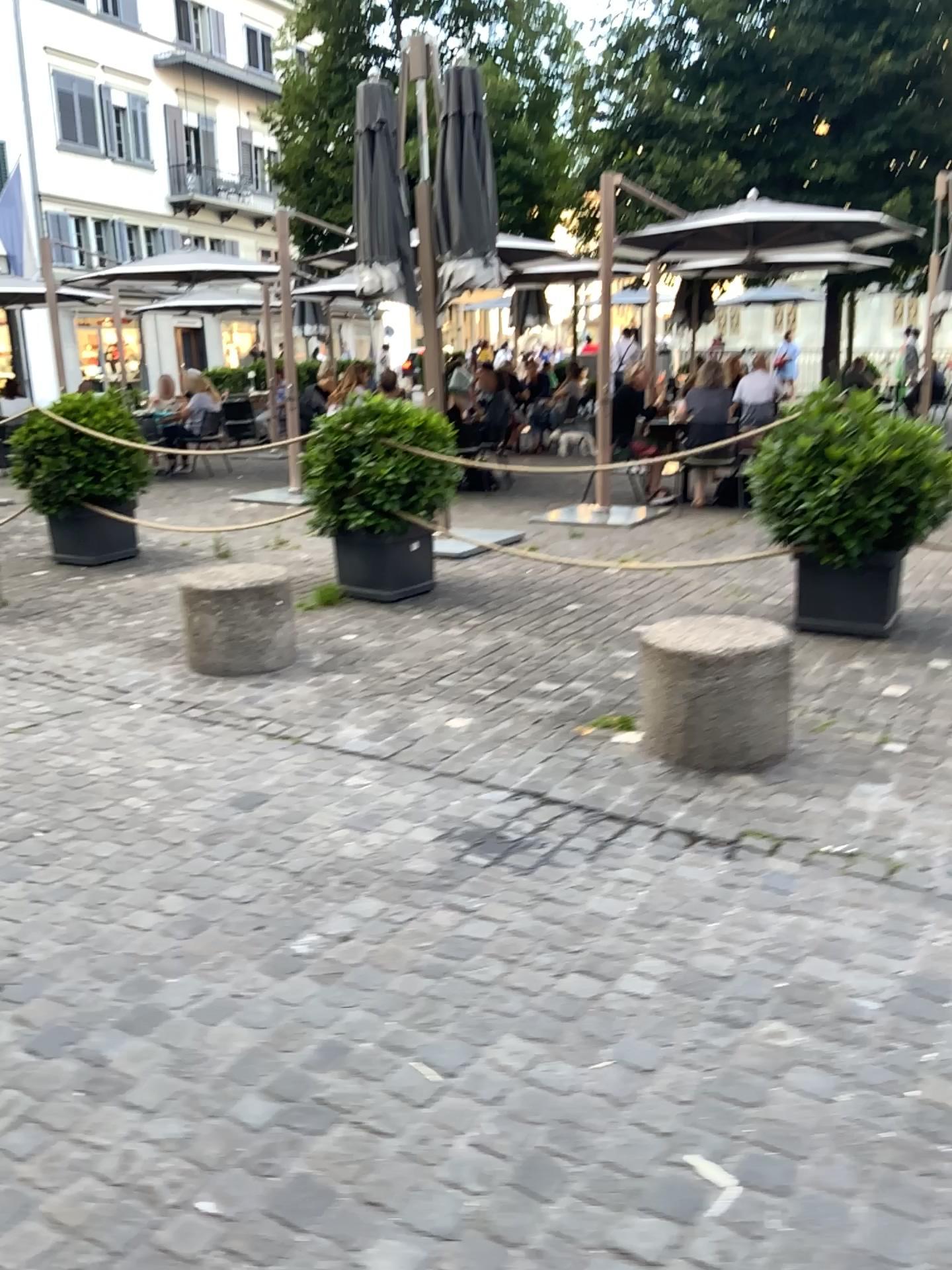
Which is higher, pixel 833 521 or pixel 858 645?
pixel 833 521

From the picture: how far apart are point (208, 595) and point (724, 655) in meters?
2.3

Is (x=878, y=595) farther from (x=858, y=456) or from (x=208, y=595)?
(x=208, y=595)

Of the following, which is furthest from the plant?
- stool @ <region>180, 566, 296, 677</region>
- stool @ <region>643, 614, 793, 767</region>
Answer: stool @ <region>180, 566, 296, 677</region>

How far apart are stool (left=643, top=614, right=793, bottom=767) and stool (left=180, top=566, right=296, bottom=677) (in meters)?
1.86

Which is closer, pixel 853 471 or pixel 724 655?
pixel 724 655

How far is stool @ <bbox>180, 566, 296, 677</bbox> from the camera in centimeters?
465cm

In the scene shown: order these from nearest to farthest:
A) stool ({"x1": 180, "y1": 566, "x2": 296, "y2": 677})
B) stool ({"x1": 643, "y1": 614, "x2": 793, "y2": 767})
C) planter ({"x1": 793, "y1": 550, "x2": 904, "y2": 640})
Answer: stool ({"x1": 643, "y1": 614, "x2": 793, "y2": 767}) < stool ({"x1": 180, "y1": 566, "x2": 296, "y2": 677}) < planter ({"x1": 793, "y1": 550, "x2": 904, "y2": 640})

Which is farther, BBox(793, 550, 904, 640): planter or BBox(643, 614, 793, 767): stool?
BBox(793, 550, 904, 640): planter

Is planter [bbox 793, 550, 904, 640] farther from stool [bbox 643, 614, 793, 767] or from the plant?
stool [bbox 643, 614, 793, 767]
